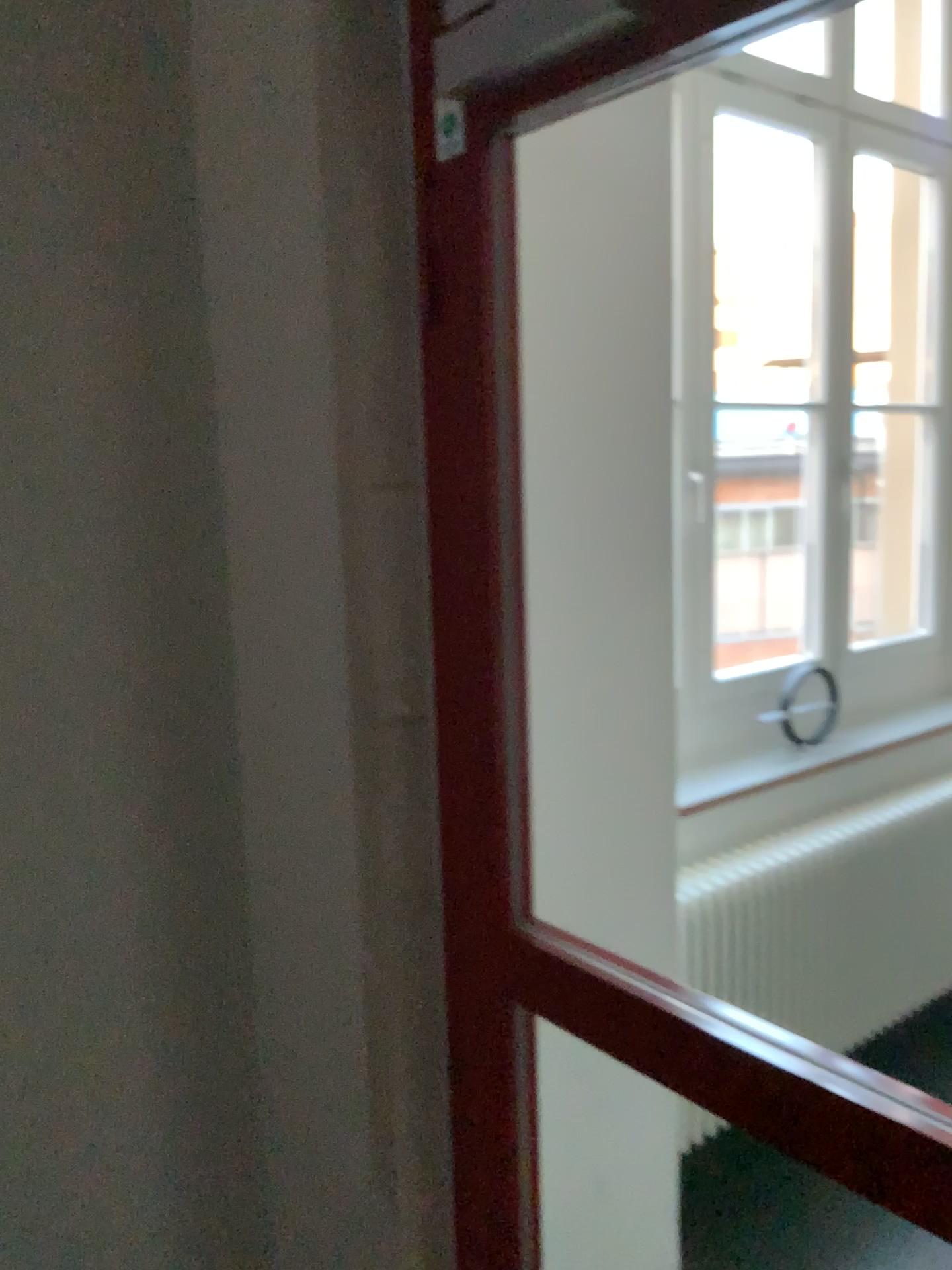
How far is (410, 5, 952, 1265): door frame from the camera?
1.0 meters

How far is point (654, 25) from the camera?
1.0 meters

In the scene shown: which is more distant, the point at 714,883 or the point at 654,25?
the point at 714,883

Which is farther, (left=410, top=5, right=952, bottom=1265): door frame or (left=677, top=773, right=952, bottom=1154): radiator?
(left=677, top=773, right=952, bottom=1154): radiator

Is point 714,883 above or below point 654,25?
below

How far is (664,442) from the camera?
1.8 meters
